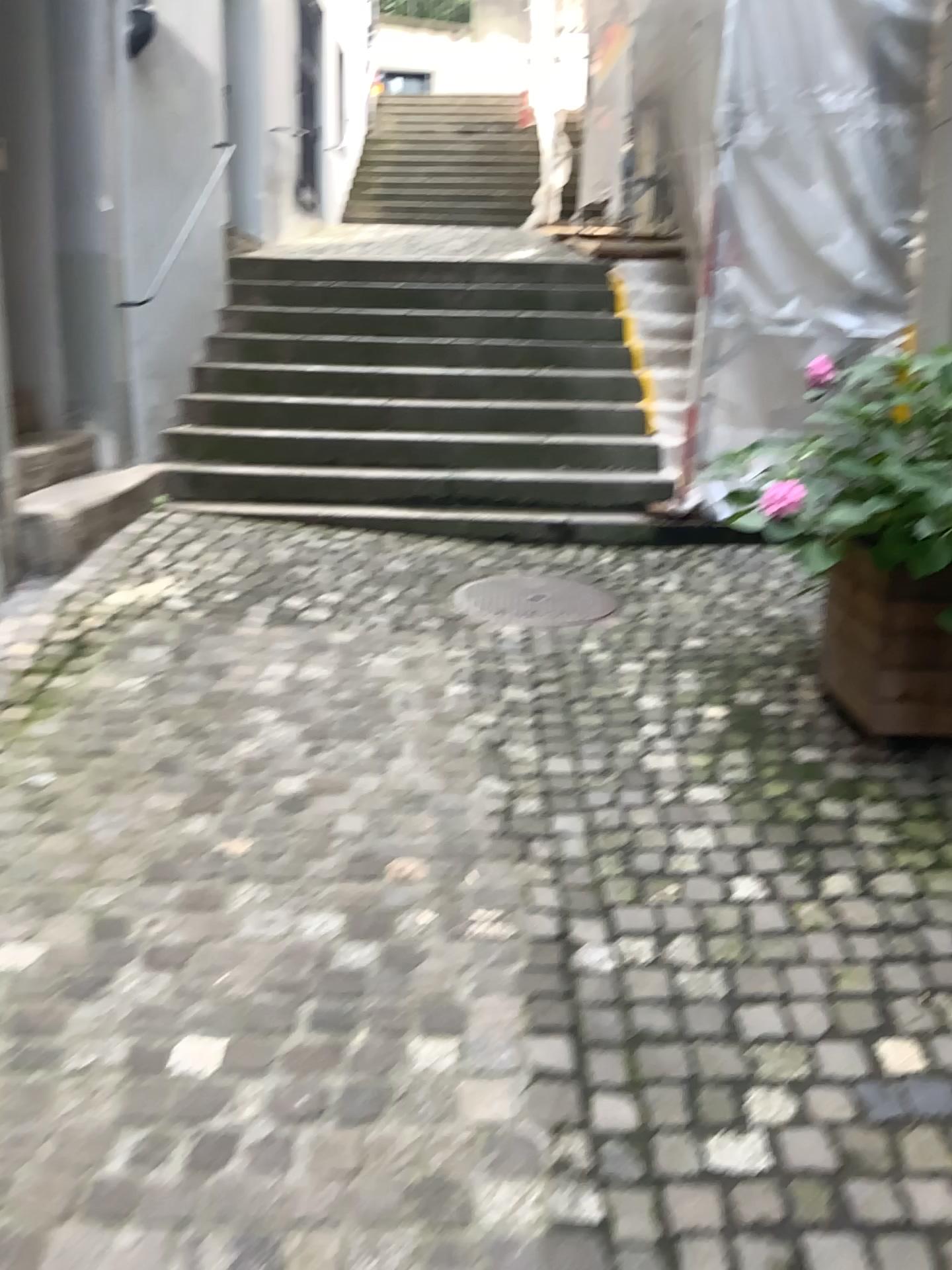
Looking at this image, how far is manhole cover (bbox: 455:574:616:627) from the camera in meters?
4.2

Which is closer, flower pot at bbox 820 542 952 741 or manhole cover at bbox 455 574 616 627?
flower pot at bbox 820 542 952 741

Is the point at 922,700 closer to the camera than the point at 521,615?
Yes

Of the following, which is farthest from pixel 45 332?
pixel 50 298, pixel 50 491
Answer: pixel 50 491

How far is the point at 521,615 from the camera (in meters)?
4.17
